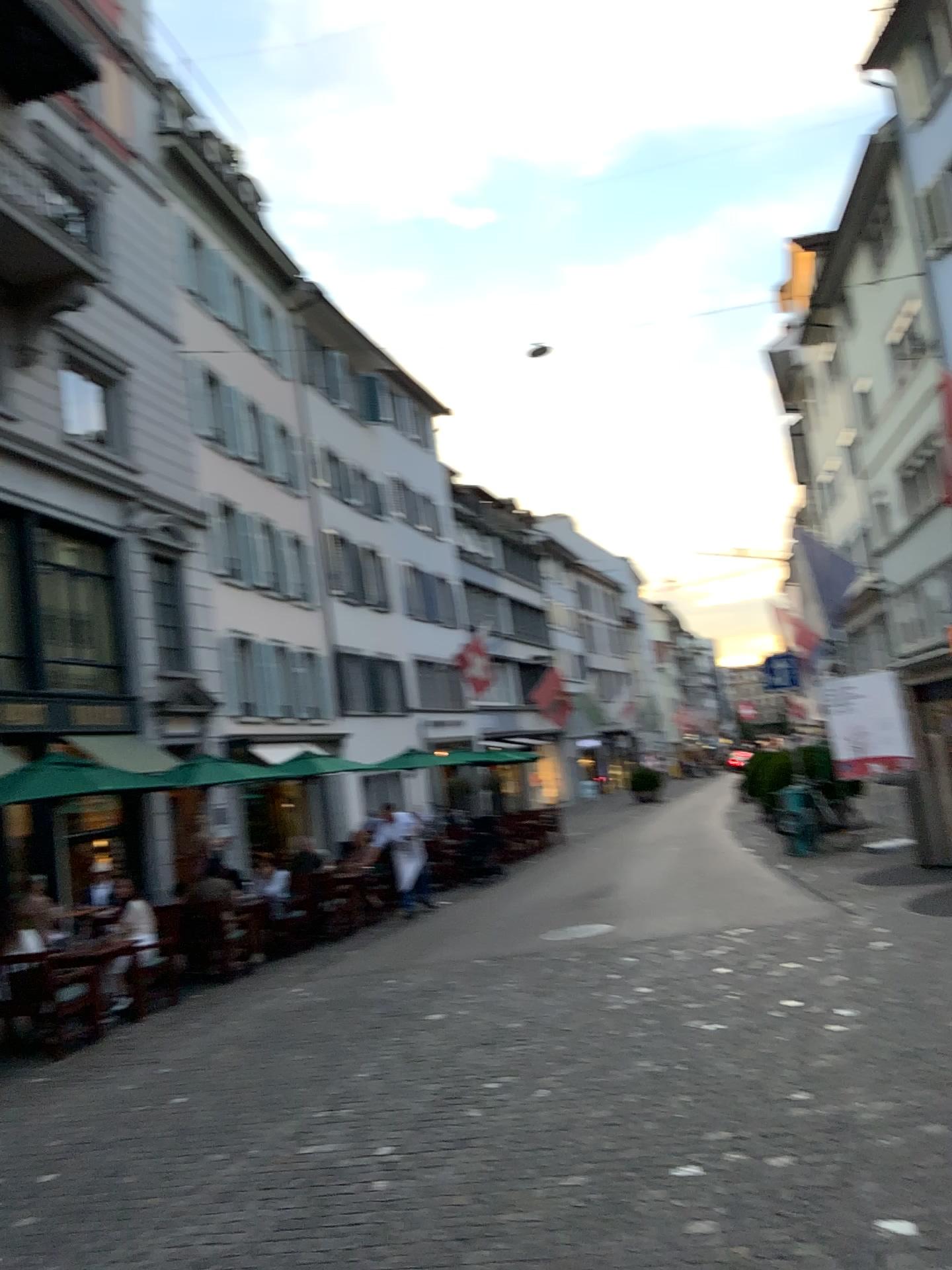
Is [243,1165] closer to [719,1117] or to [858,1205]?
[719,1117]
